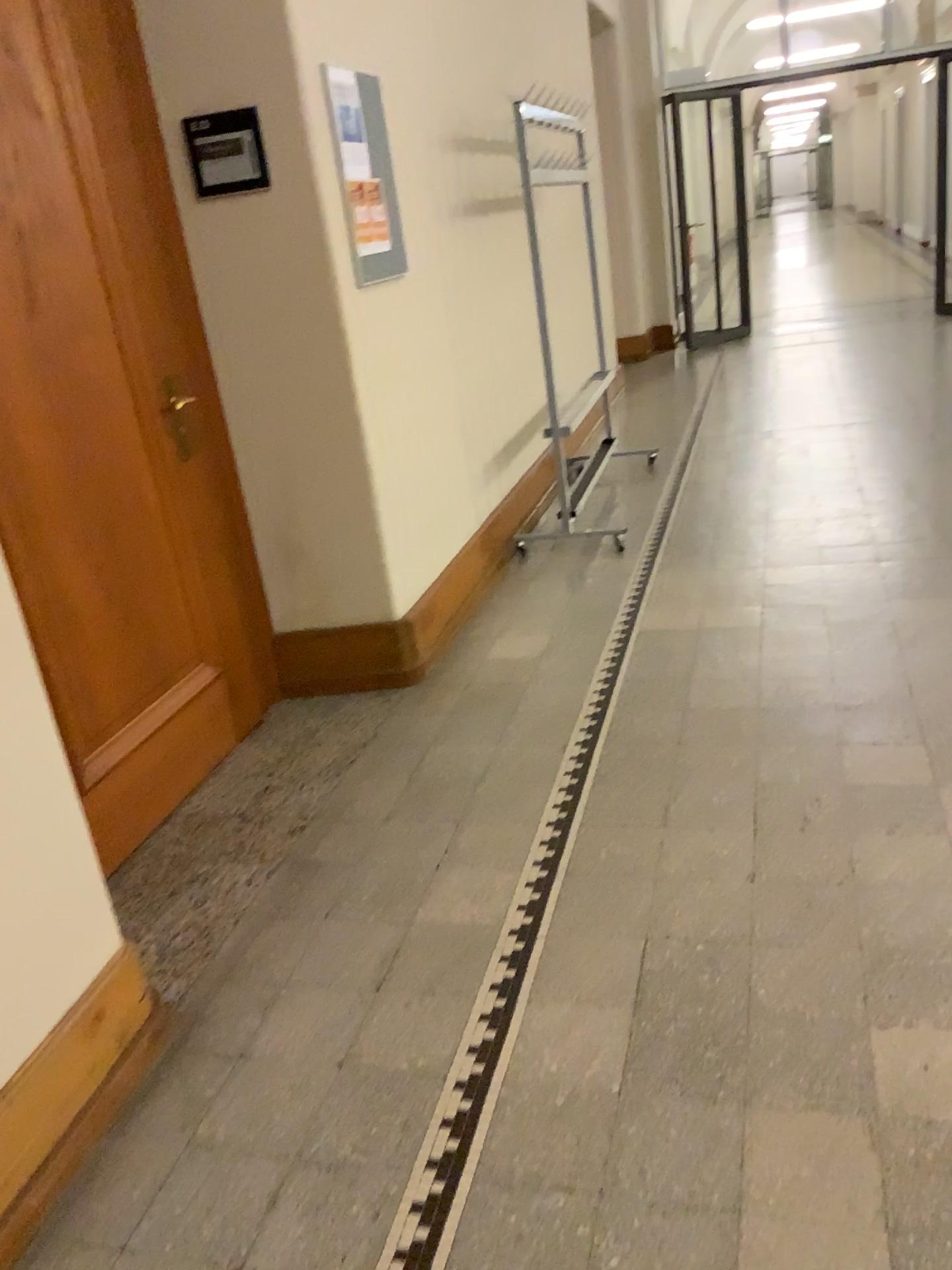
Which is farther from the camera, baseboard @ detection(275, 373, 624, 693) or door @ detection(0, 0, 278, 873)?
baseboard @ detection(275, 373, 624, 693)

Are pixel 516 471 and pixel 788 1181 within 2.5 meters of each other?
no

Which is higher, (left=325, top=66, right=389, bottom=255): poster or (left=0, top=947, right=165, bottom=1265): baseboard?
(left=325, top=66, right=389, bottom=255): poster

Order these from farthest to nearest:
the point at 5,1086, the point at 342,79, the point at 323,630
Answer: the point at 323,630, the point at 342,79, the point at 5,1086

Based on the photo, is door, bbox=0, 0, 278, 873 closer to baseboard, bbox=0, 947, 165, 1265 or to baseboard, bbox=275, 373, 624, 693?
baseboard, bbox=275, 373, 624, 693

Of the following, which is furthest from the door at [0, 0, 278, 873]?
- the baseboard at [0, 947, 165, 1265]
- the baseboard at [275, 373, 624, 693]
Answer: the baseboard at [0, 947, 165, 1265]

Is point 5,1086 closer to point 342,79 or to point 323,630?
point 323,630

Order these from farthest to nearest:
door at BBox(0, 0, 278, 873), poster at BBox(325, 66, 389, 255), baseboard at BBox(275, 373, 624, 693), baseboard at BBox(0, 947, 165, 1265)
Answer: baseboard at BBox(275, 373, 624, 693) → poster at BBox(325, 66, 389, 255) → door at BBox(0, 0, 278, 873) → baseboard at BBox(0, 947, 165, 1265)

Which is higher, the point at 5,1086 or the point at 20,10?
the point at 20,10

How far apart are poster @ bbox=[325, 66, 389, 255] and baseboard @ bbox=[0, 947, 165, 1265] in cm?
217
